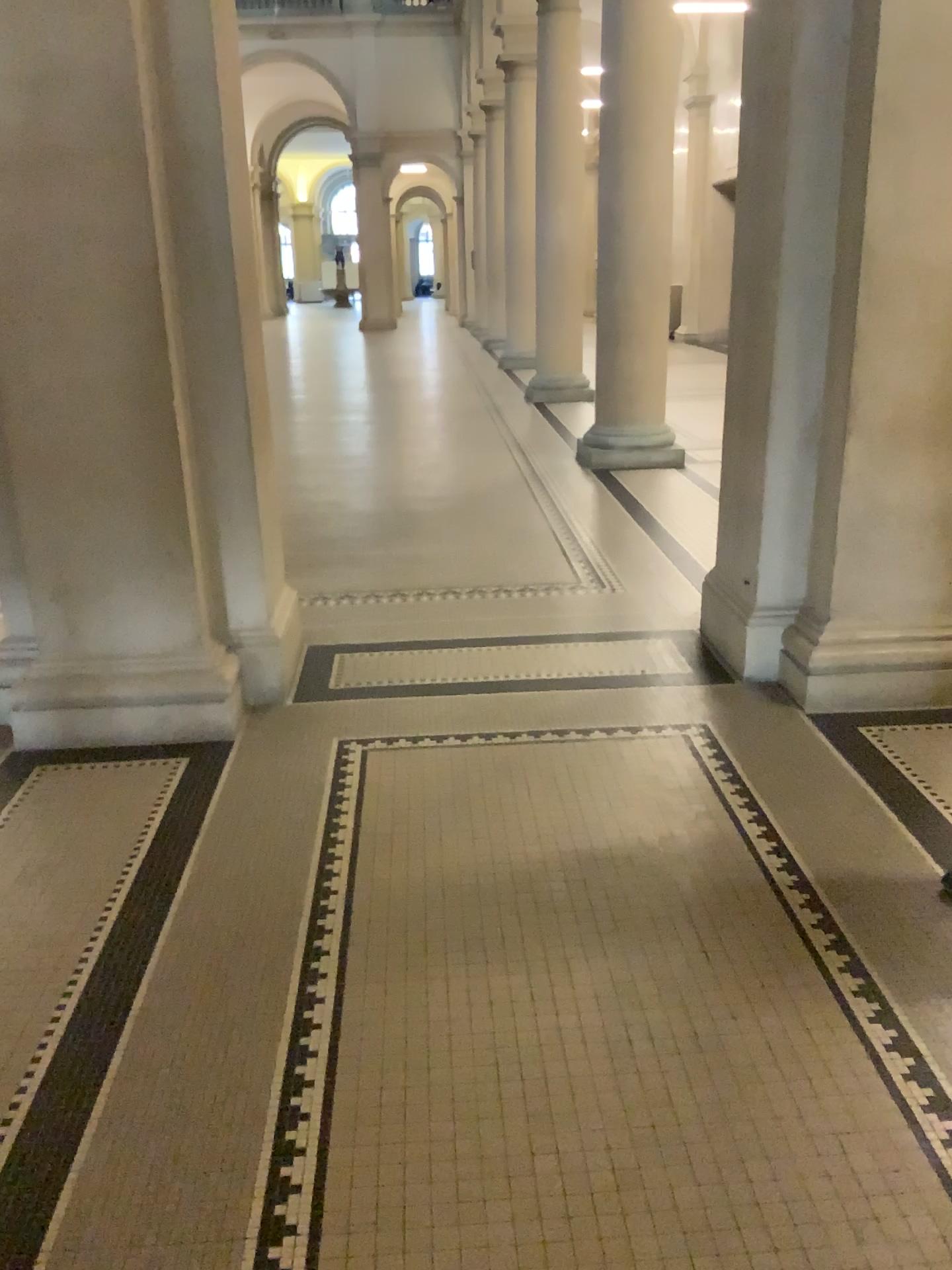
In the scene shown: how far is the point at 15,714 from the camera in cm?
343

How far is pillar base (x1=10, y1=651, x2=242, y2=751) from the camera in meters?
3.4

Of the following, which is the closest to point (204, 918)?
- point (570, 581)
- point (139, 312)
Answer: point (139, 312)
